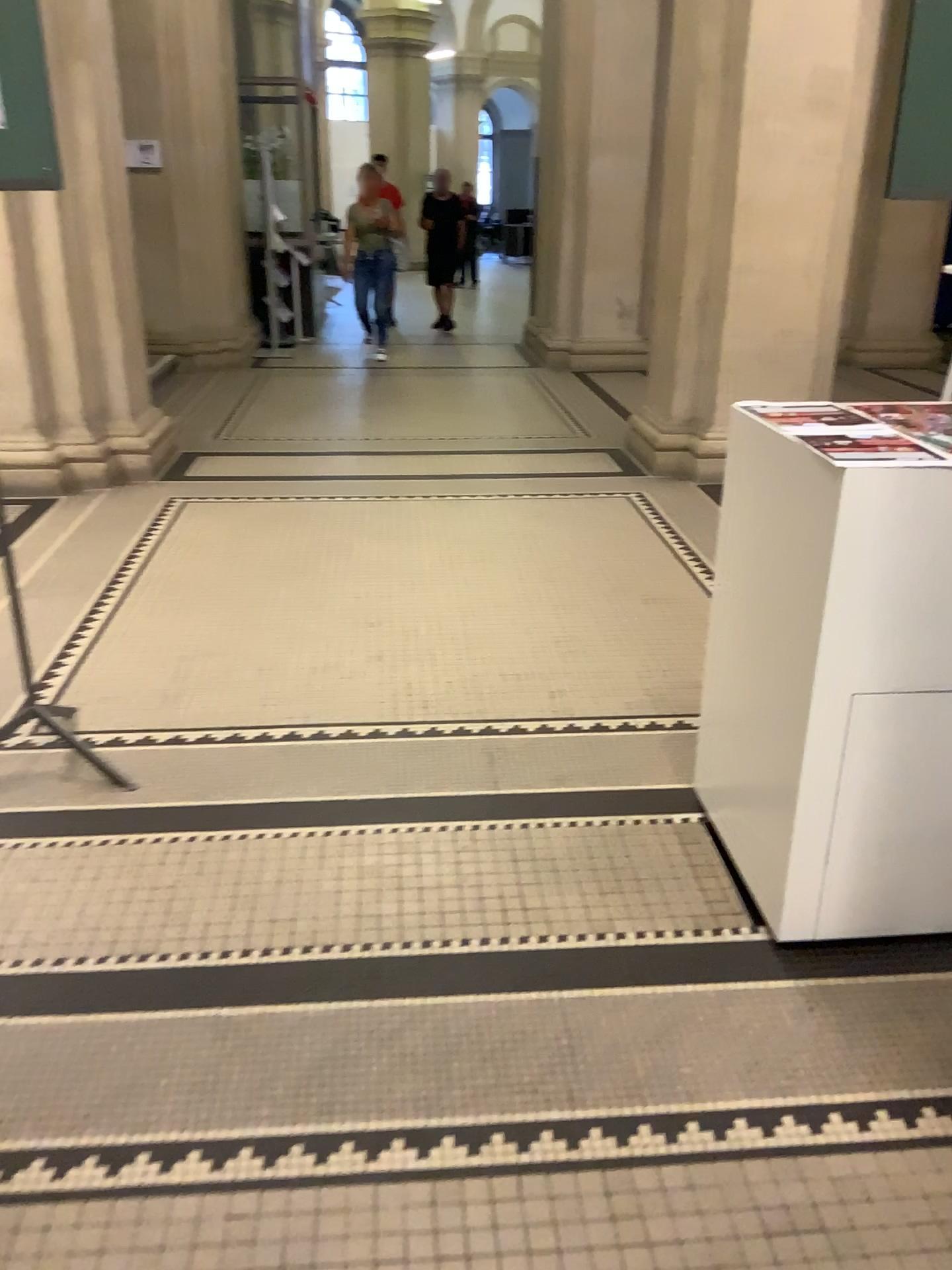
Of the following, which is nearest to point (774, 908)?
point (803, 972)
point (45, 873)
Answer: point (803, 972)
